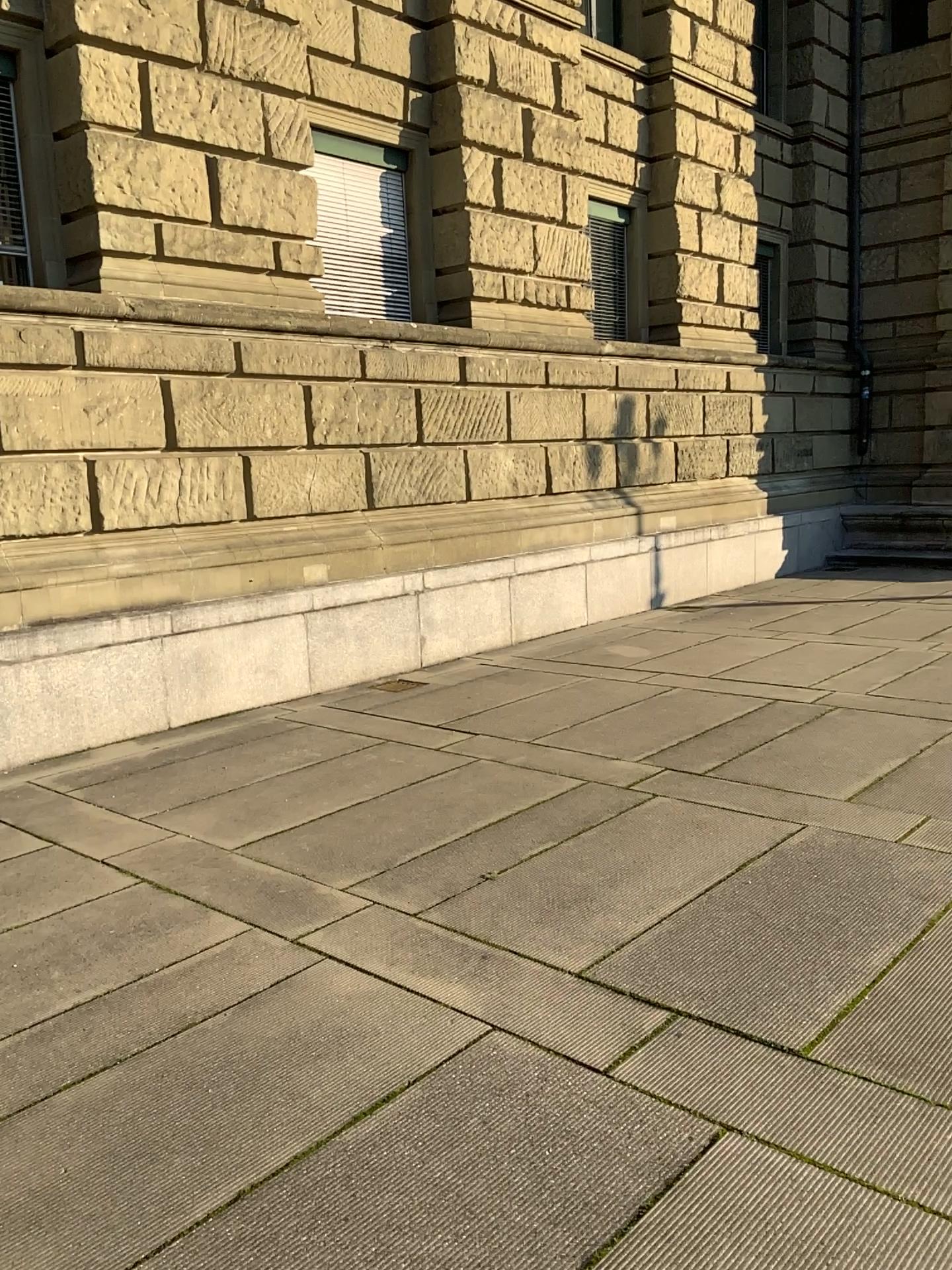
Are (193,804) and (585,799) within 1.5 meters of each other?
no
